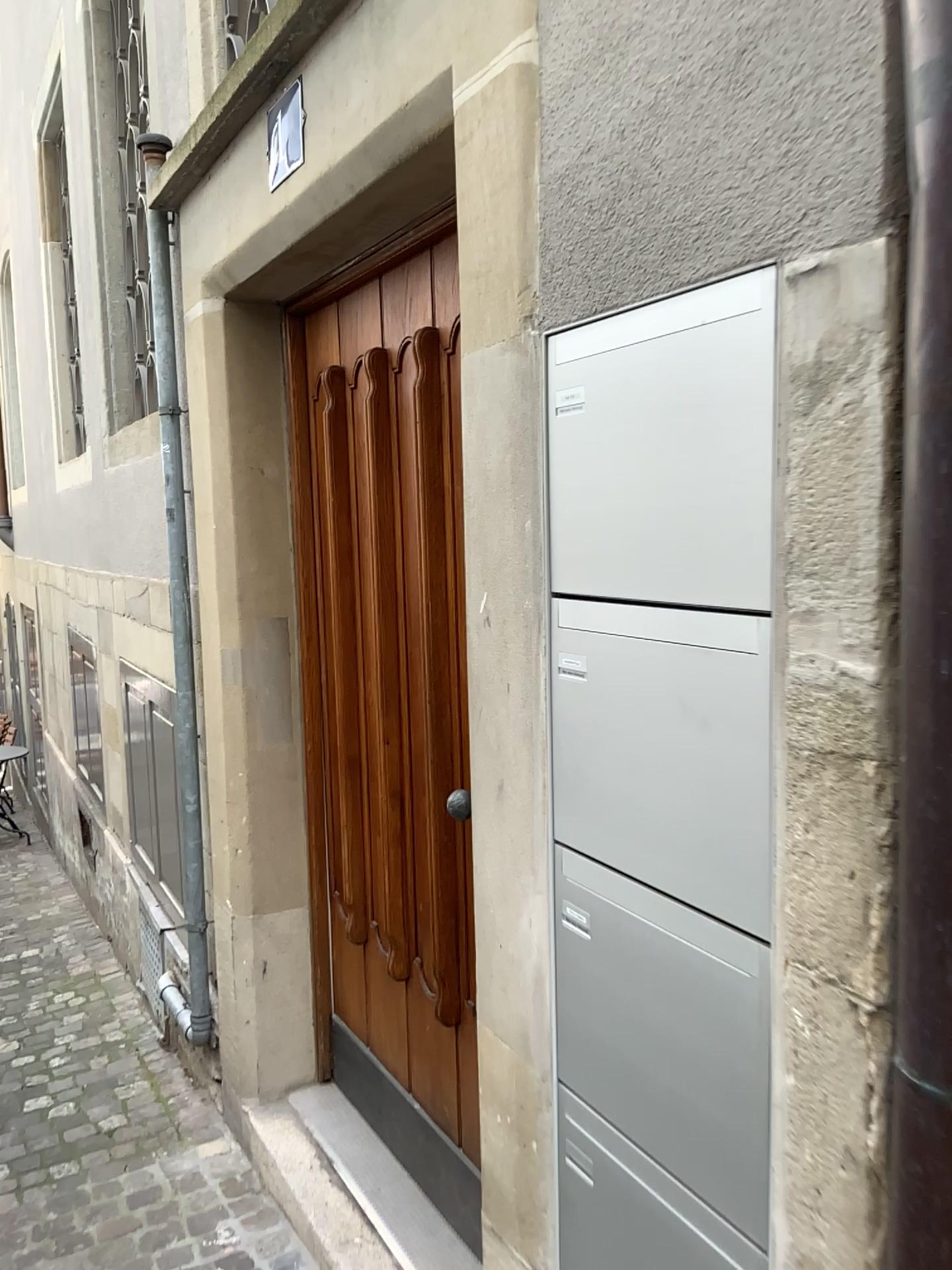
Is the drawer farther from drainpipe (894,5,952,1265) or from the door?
the door

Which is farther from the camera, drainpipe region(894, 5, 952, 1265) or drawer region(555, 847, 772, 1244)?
drawer region(555, 847, 772, 1244)

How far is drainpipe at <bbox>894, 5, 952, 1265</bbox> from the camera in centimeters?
76cm

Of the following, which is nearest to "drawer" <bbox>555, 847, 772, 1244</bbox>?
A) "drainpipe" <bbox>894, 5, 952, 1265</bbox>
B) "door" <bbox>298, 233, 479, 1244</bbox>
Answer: "drainpipe" <bbox>894, 5, 952, 1265</bbox>

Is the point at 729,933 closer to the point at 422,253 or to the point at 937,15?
the point at 937,15

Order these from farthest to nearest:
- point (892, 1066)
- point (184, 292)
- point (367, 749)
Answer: point (184, 292)
point (367, 749)
point (892, 1066)

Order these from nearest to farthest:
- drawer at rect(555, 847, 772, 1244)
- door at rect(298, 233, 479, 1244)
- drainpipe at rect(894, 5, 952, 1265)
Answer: drainpipe at rect(894, 5, 952, 1265) → drawer at rect(555, 847, 772, 1244) → door at rect(298, 233, 479, 1244)

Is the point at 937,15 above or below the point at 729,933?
above

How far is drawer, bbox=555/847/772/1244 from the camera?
1.07m

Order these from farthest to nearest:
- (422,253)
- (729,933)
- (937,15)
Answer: (422,253) < (729,933) < (937,15)
